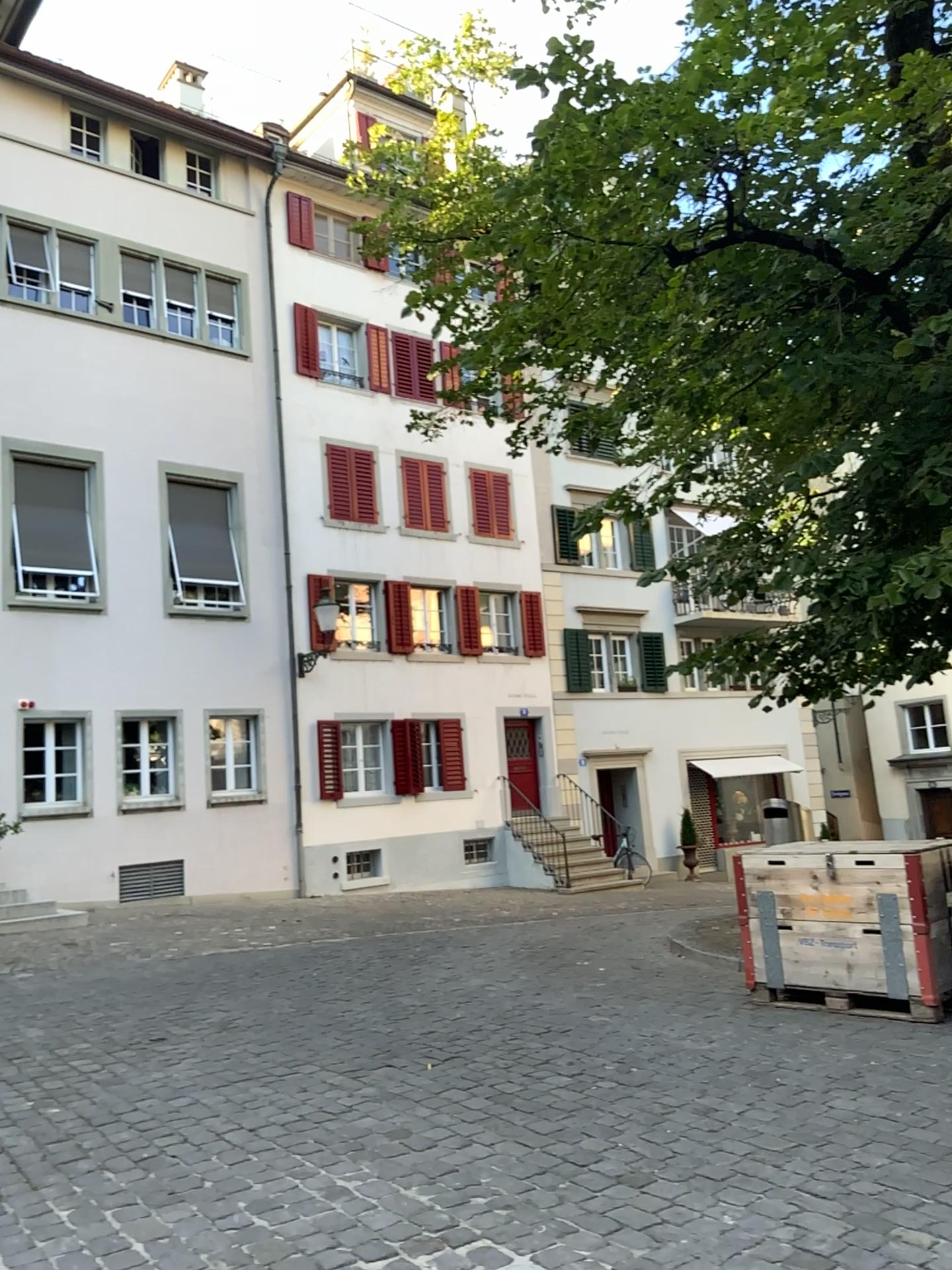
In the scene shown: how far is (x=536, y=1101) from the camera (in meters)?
4.56
